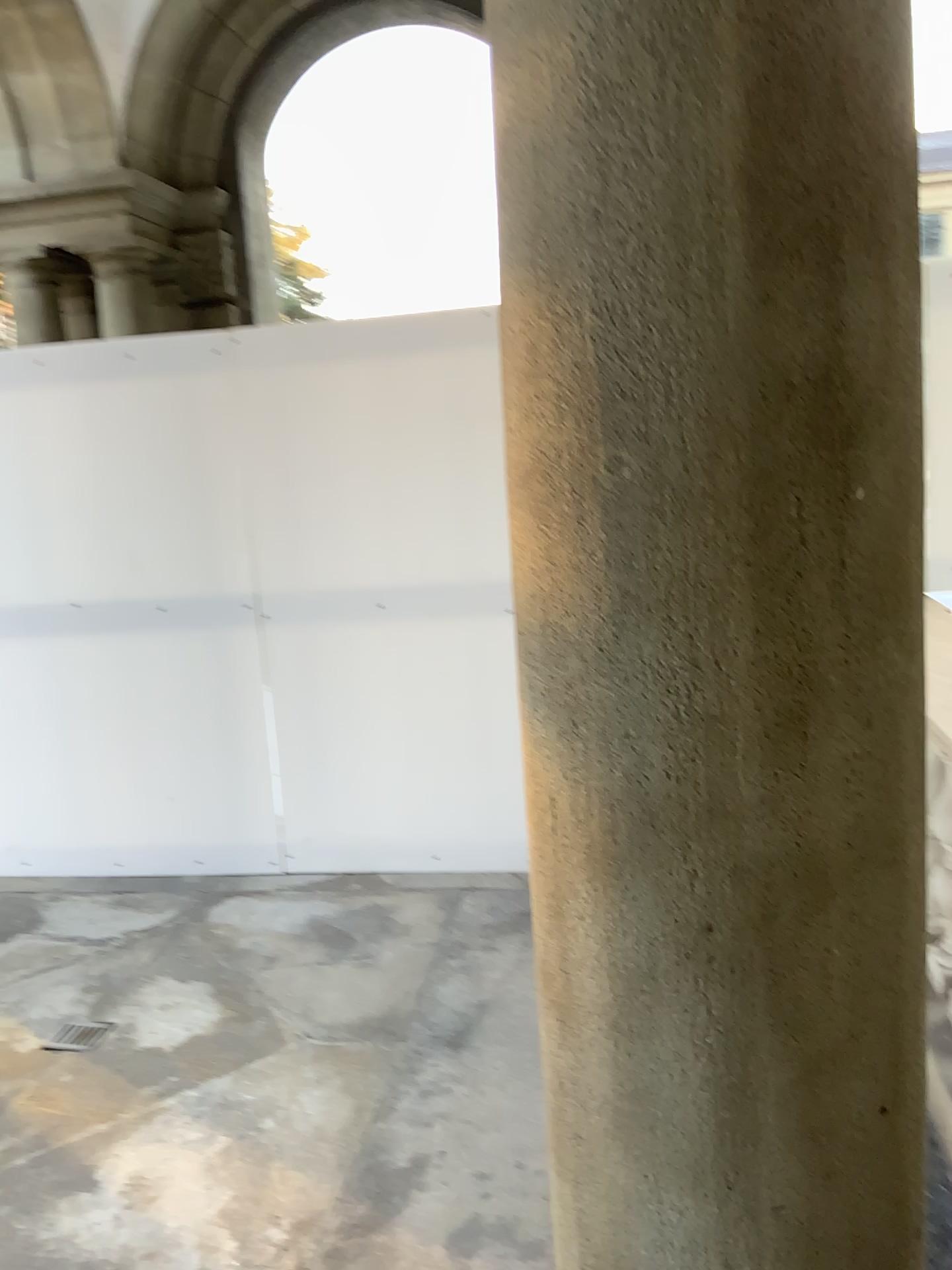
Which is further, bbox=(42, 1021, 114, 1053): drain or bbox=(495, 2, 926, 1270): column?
bbox=(42, 1021, 114, 1053): drain

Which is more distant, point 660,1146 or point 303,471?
point 303,471

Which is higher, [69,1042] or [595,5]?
[595,5]

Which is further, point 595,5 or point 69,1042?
point 69,1042

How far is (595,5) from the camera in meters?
0.9 m

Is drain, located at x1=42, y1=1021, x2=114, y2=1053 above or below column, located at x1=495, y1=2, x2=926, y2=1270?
below

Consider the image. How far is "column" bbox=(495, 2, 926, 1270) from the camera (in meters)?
0.86
